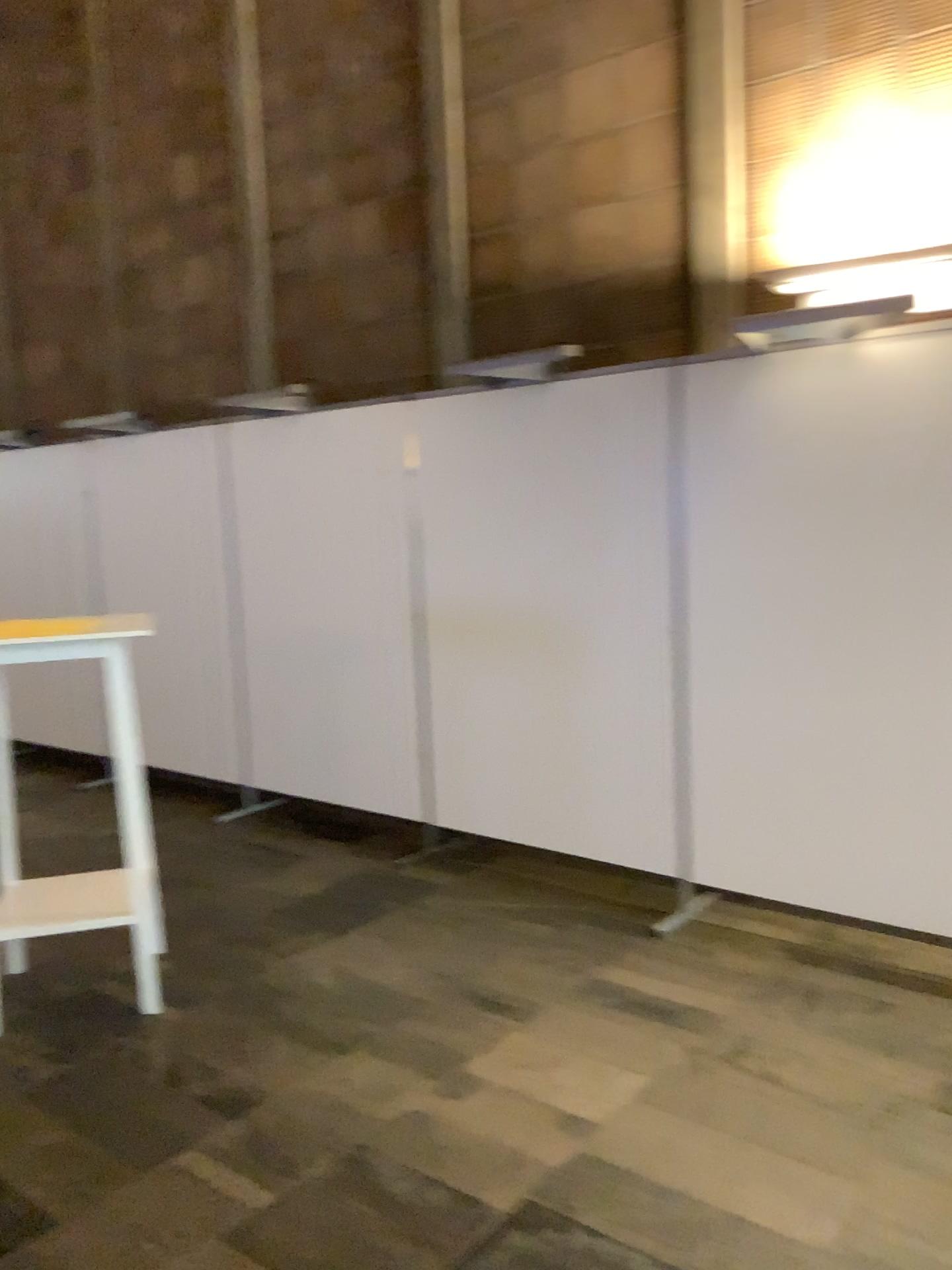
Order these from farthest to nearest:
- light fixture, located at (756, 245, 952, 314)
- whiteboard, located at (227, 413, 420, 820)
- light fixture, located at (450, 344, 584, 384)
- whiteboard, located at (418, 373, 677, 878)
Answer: whiteboard, located at (227, 413, 420, 820) < light fixture, located at (450, 344, 584, 384) < whiteboard, located at (418, 373, 677, 878) < light fixture, located at (756, 245, 952, 314)

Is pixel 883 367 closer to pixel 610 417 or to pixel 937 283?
pixel 937 283

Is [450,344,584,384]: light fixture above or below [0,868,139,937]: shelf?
above

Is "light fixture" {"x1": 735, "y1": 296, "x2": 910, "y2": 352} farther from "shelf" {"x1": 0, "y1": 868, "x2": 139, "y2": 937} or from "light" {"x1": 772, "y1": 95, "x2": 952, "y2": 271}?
"shelf" {"x1": 0, "y1": 868, "x2": 139, "y2": 937}

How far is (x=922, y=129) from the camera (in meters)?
3.20

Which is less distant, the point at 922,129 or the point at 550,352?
the point at 922,129

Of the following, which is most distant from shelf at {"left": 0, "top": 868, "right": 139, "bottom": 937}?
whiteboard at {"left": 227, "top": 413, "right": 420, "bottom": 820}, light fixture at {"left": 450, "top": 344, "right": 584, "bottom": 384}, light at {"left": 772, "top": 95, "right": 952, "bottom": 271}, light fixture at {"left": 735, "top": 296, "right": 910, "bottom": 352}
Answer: light at {"left": 772, "top": 95, "right": 952, "bottom": 271}

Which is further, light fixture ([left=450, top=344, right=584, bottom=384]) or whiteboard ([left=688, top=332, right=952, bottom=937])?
light fixture ([left=450, top=344, right=584, bottom=384])

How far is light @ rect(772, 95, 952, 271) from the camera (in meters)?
3.20

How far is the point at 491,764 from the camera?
4.3 meters
